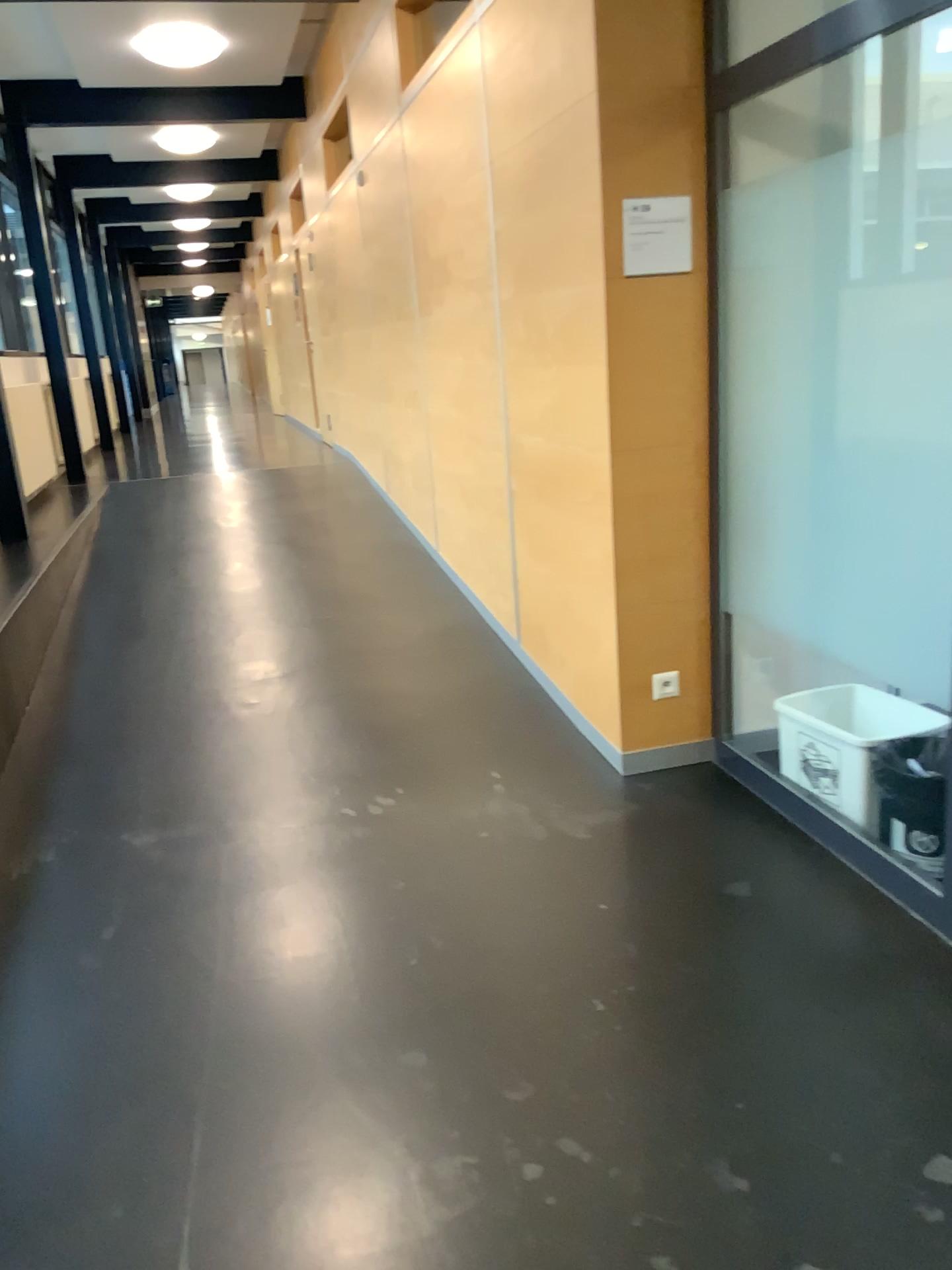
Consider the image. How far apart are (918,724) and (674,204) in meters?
1.6

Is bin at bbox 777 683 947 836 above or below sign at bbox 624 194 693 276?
below

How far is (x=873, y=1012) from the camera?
2.2m

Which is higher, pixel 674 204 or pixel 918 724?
pixel 674 204

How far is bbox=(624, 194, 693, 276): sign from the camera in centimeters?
300cm

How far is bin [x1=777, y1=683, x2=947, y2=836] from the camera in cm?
287

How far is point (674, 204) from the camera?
3.0 meters

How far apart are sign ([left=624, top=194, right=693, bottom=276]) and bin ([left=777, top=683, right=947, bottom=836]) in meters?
1.3 m
